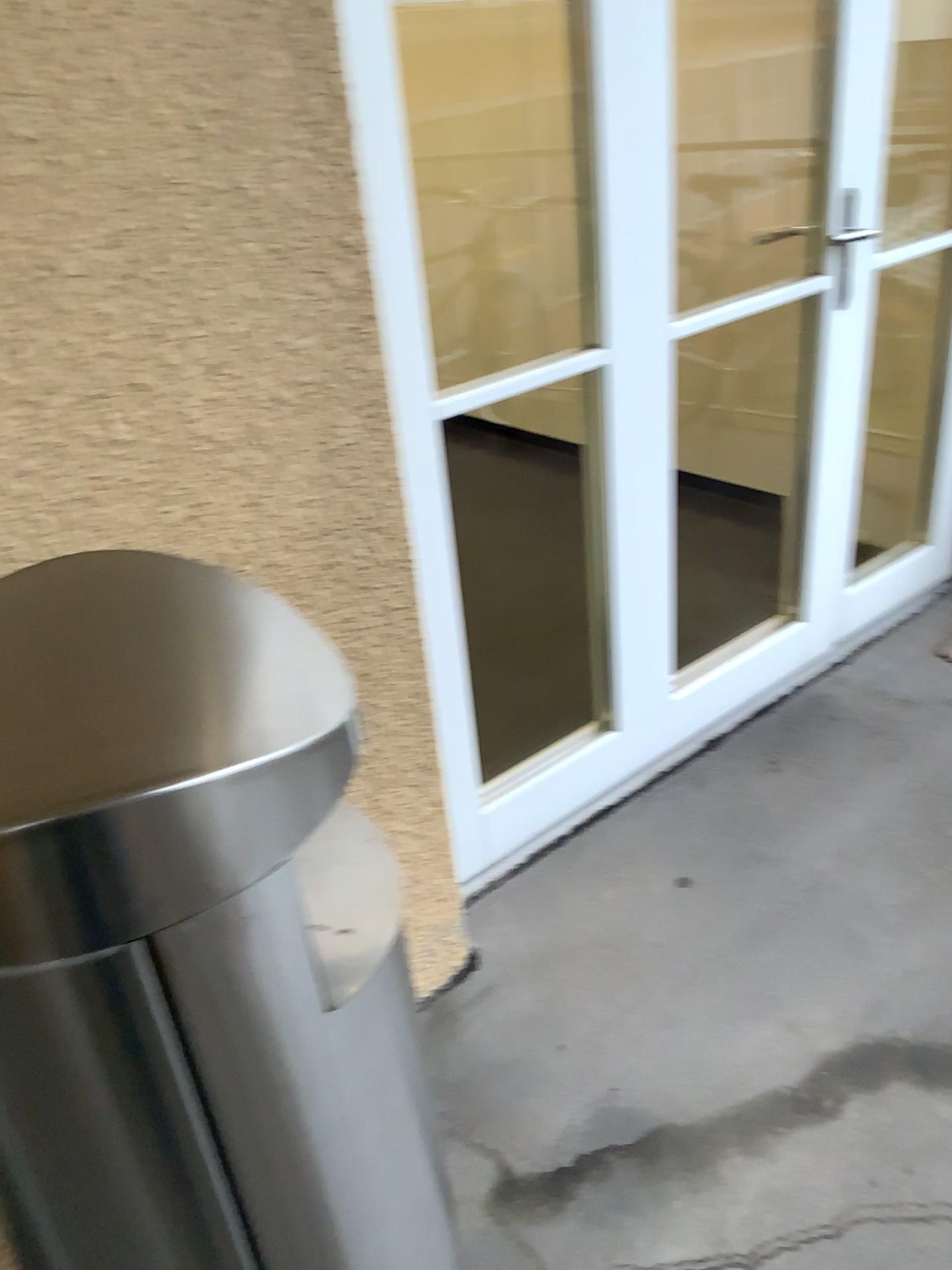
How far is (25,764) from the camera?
0.63m

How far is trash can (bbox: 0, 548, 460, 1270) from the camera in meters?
0.6

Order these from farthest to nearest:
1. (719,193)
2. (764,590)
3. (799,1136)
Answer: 1. (719,193)
2. (764,590)
3. (799,1136)
